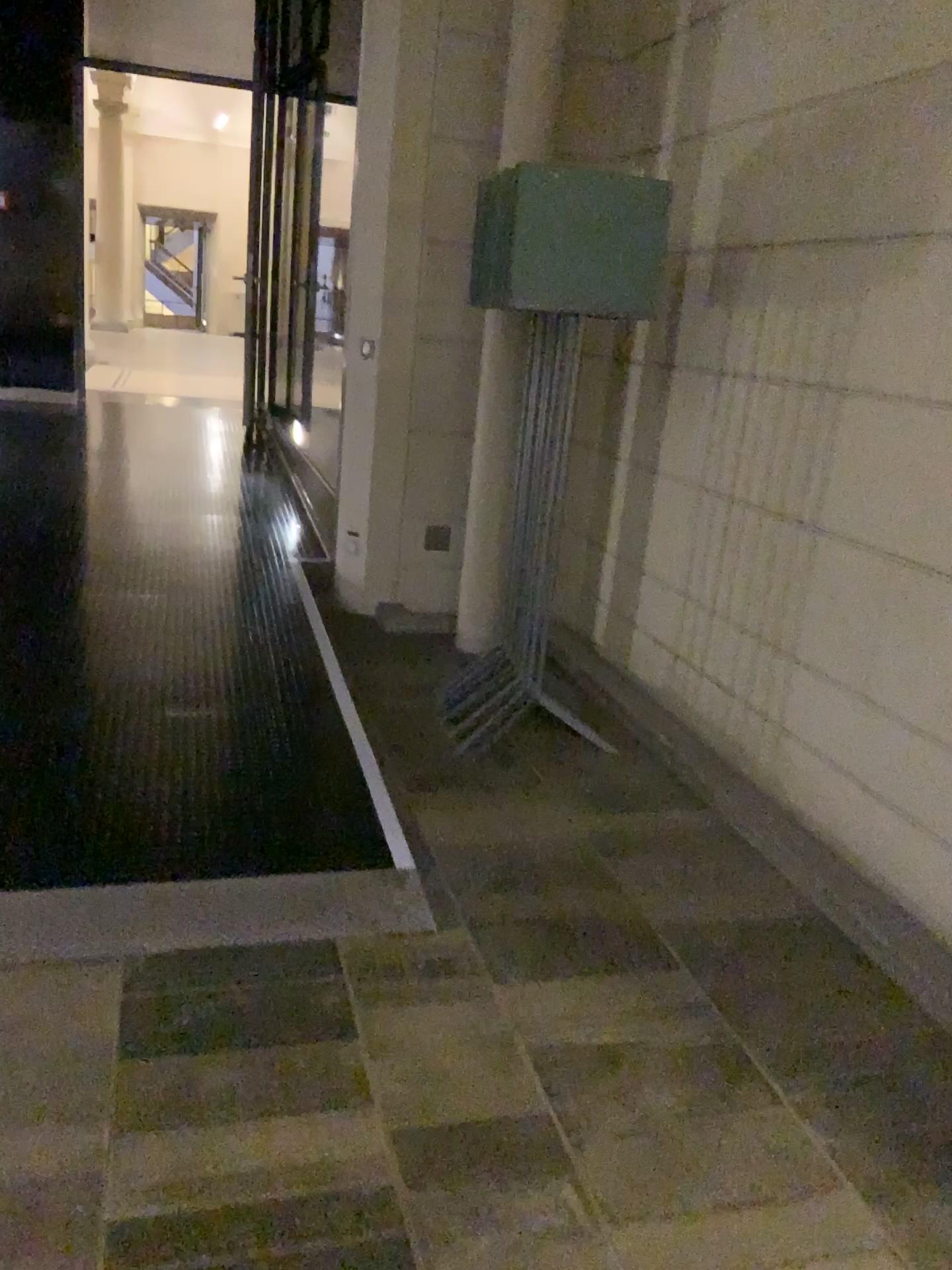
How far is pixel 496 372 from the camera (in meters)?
4.18

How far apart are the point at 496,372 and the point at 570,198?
1.1 meters

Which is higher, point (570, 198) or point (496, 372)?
point (570, 198)

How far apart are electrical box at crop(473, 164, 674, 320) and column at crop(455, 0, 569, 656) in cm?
69

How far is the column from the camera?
4.2m

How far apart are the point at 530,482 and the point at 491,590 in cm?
50

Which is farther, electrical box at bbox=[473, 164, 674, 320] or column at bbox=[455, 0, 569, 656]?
column at bbox=[455, 0, 569, 656]

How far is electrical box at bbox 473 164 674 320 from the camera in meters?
3.2 m
